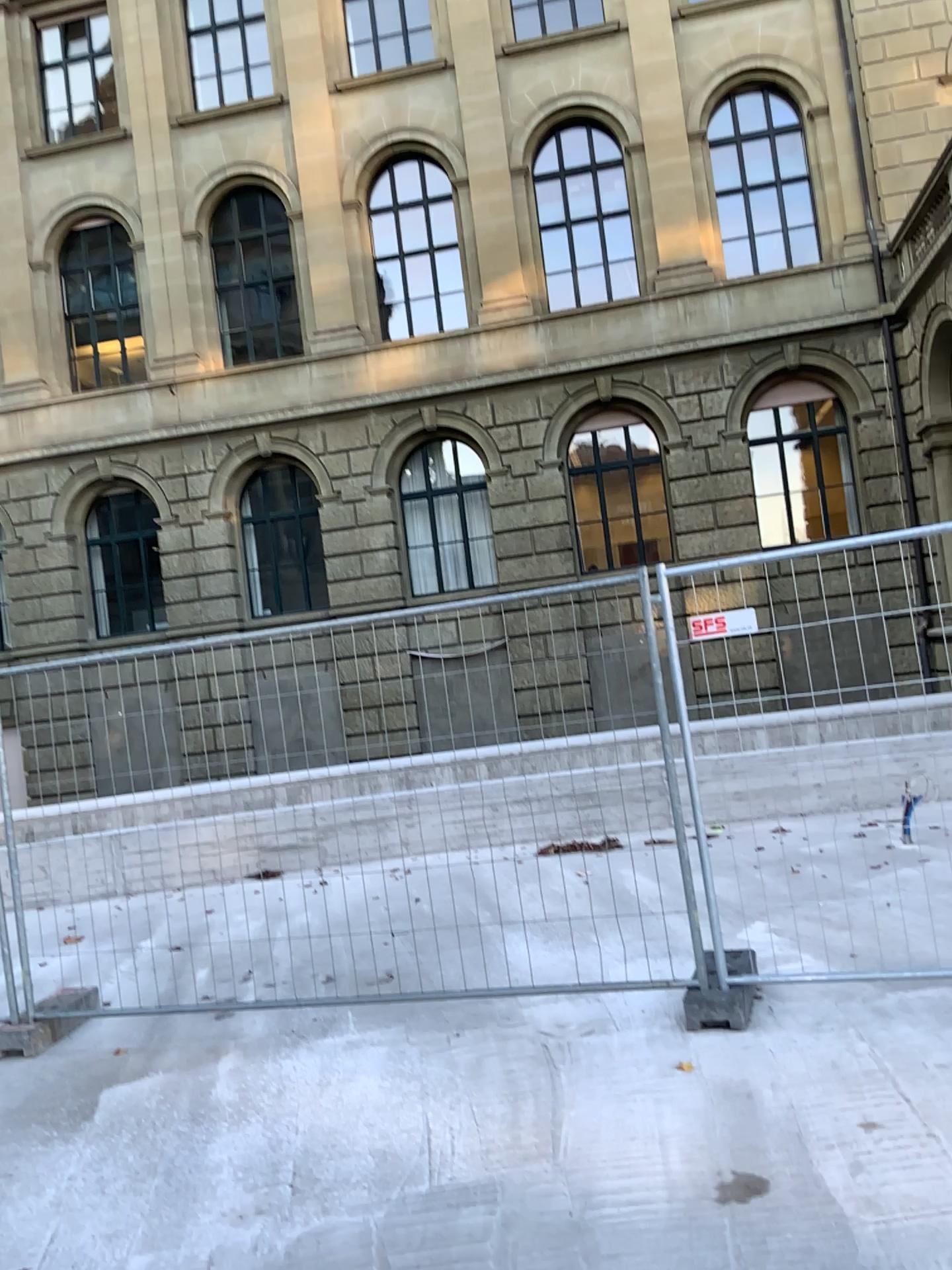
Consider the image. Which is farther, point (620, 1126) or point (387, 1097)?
point (387, 1097)
